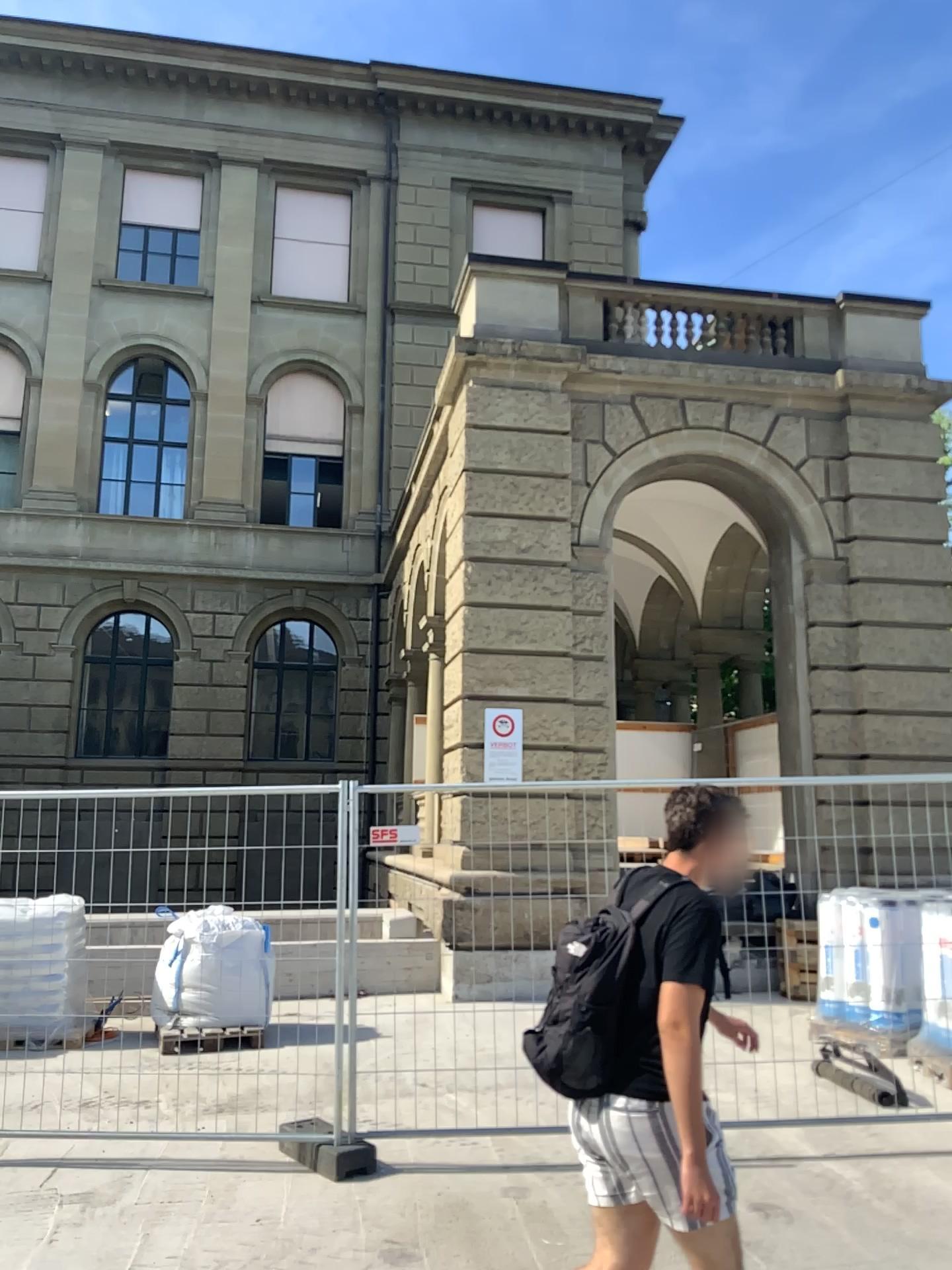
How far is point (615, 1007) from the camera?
2.73m

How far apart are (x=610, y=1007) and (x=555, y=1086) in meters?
0.3

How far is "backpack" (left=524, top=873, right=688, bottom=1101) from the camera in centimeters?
273cm
